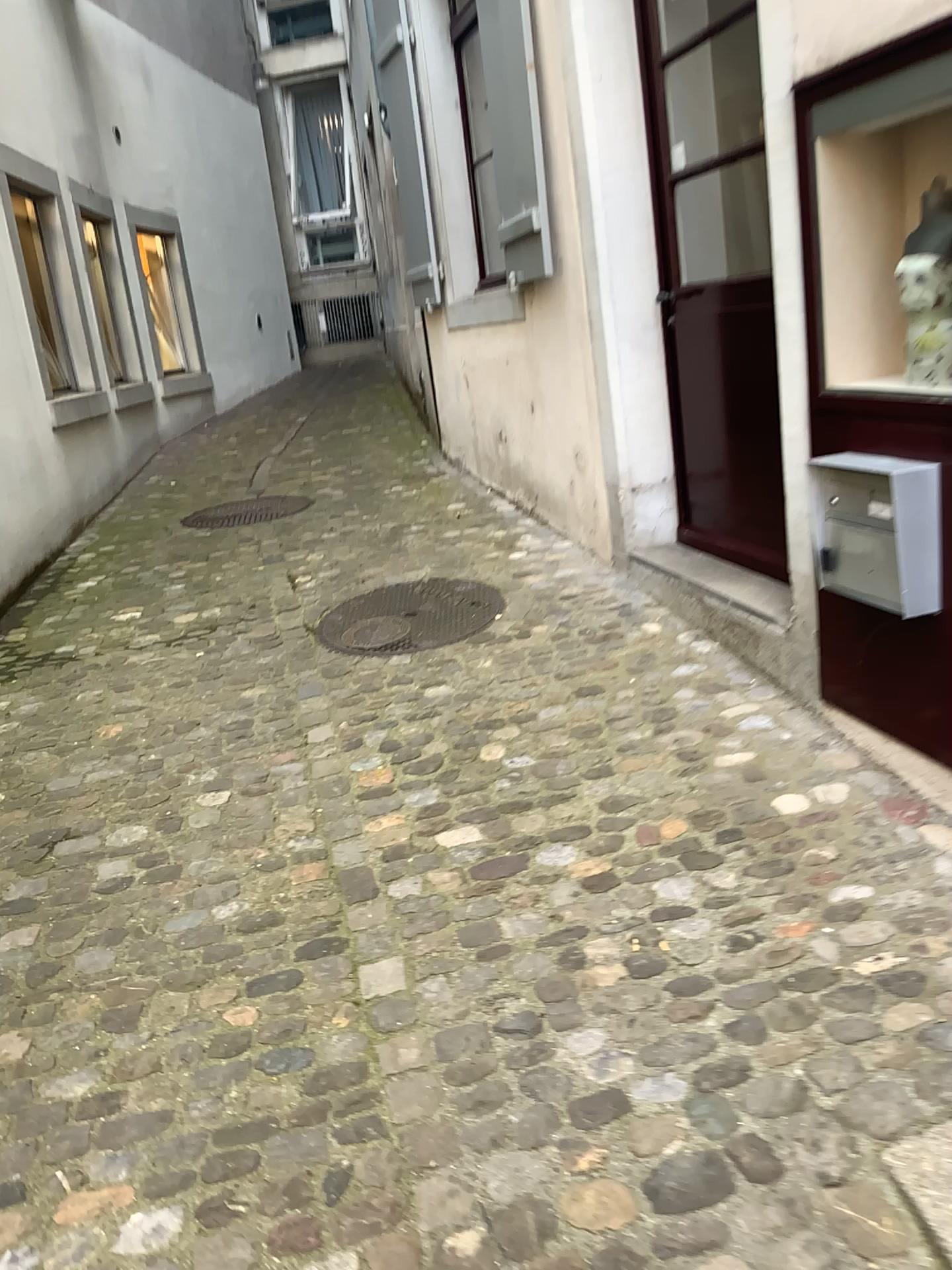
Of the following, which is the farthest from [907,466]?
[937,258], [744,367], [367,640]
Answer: [367,640]

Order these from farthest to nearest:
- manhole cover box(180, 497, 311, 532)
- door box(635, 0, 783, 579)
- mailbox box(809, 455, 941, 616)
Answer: manhole cover box(180, 497, 311, 532)
door box(635, 0, 783, 579)
mailbox box(809, 455, 941, 616)

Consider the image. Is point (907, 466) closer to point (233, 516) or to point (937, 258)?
point (937, 258)

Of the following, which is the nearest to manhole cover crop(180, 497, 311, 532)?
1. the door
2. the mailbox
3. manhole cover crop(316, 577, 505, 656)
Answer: manhole cover crop(316, 577, 505, 656)

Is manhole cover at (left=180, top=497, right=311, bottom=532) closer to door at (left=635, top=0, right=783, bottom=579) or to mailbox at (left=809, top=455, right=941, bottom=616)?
door at (left=635, top=0, right=783, bottom=579)

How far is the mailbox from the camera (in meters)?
2.20

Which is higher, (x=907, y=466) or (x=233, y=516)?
(x=907, y=466)

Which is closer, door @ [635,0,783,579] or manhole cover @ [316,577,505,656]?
door @ [635,0,783,579]

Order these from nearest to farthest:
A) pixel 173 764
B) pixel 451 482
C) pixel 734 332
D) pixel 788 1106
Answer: pixel 788 1106 → pixel 173 764 → pixel 734 332 → pixel 451 482

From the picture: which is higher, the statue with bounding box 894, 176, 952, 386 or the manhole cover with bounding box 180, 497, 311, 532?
the statue with bounding box 894, 176, 952, 386
